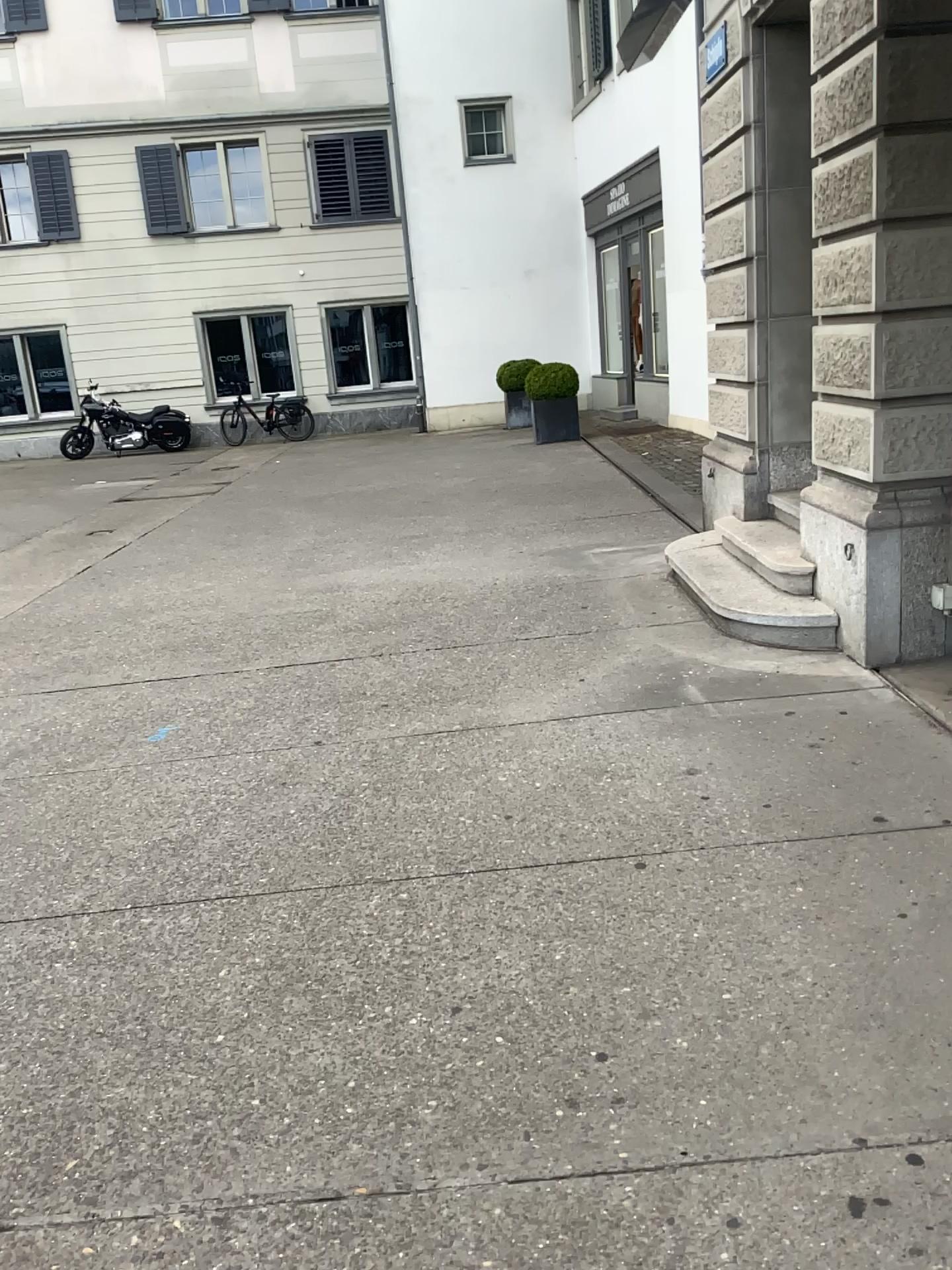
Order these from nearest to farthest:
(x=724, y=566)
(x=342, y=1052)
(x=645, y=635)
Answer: (x=342, y=1052) → (x=645, y=635) → (x=724, y=566)
